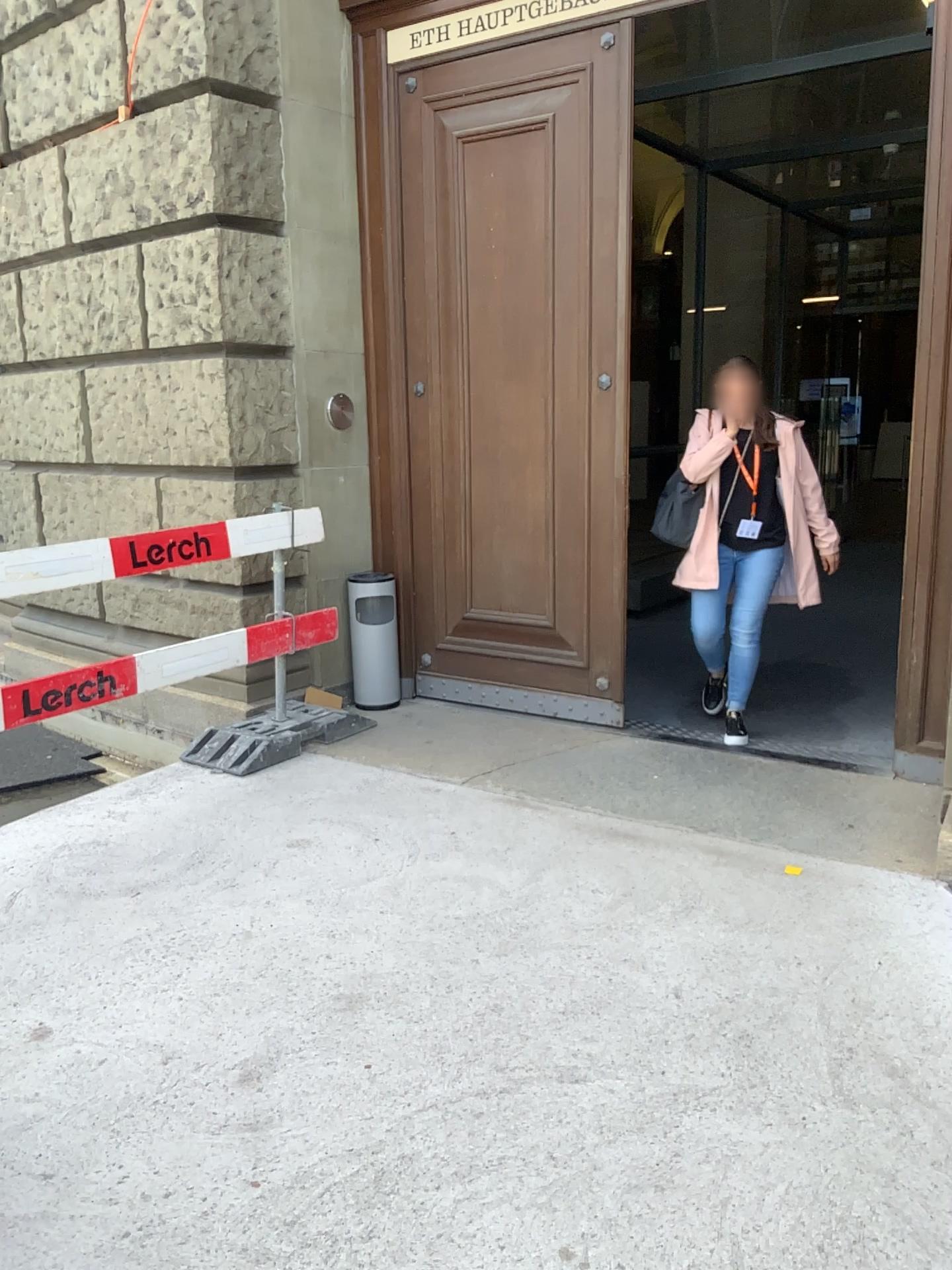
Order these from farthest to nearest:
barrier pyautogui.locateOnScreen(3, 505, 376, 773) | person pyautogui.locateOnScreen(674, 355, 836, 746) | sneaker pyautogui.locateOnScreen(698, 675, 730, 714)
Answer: sneaker pyautogui.locateOnScreen(698, 675, 730, 714) < person pyautogui.locateOnScreen(674, 355, 836, 746) < barrier pyautogui.locateOnScreen(3, 505, 376, 773)

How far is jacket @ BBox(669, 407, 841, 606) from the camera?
4.4m

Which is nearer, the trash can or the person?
the person

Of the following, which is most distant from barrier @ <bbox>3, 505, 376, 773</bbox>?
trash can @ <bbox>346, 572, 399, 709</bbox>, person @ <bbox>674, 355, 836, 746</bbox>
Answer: person @ <bbox>674, 355, 836, 746</bbox>

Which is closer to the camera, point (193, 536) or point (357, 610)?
point (193, 536)

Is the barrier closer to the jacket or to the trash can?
the trash can

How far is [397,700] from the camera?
5.08m

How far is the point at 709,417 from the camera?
4.4m

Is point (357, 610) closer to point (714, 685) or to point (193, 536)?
point (193, 536)

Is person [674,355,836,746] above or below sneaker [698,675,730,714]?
above
